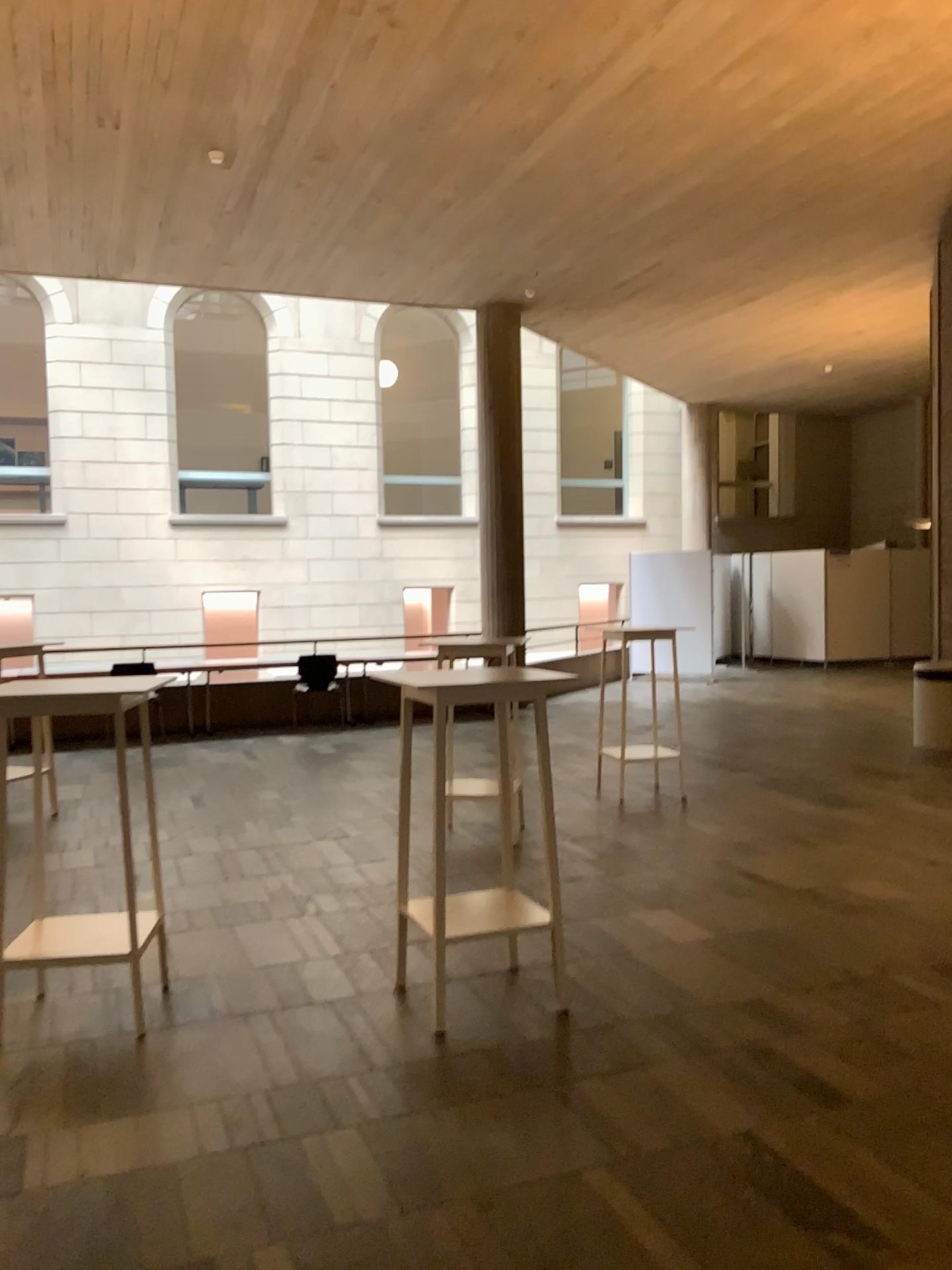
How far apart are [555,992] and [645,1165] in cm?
113
